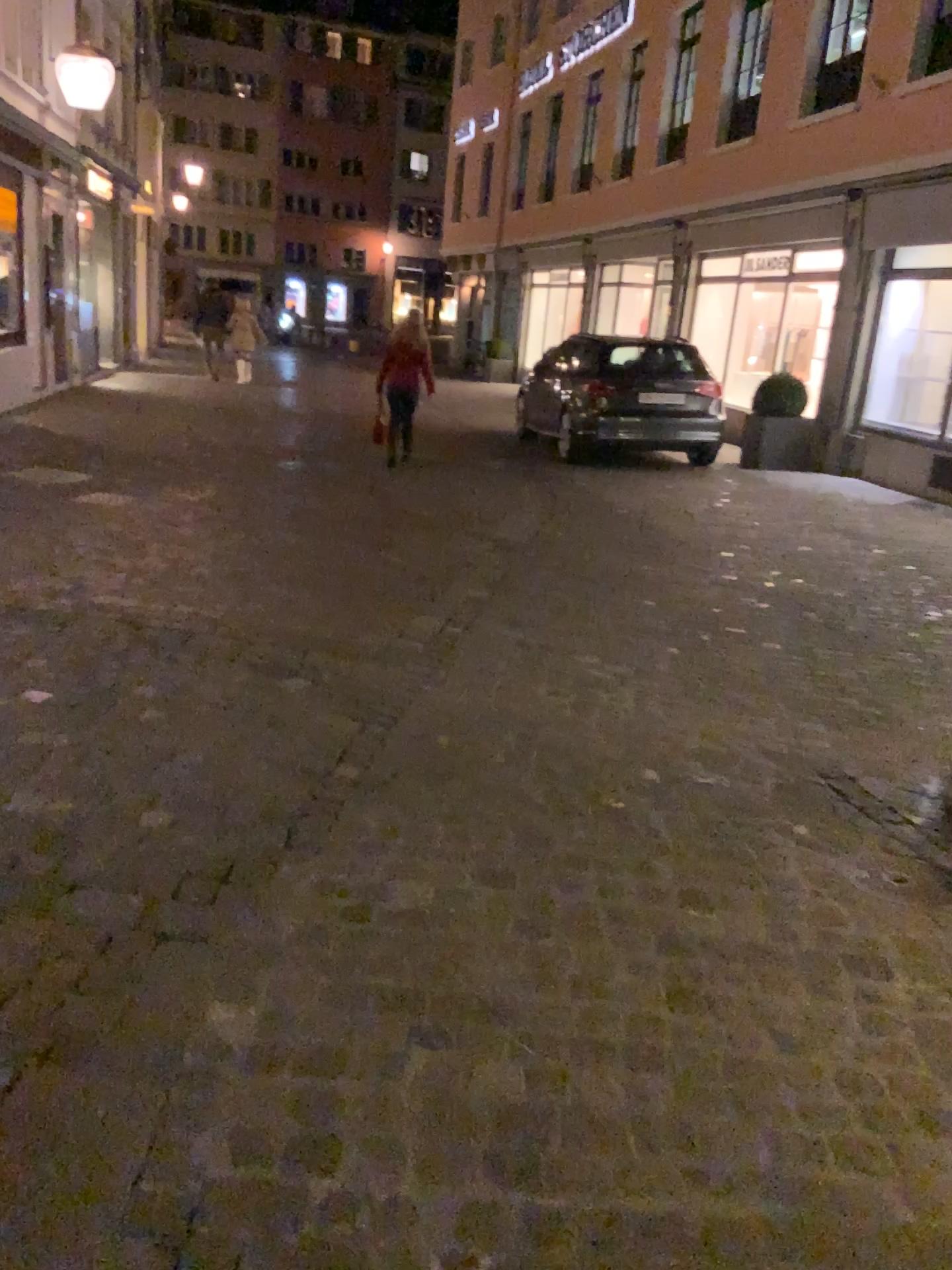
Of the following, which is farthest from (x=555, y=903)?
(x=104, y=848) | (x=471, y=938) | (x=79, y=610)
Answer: (x=79, y=610)
